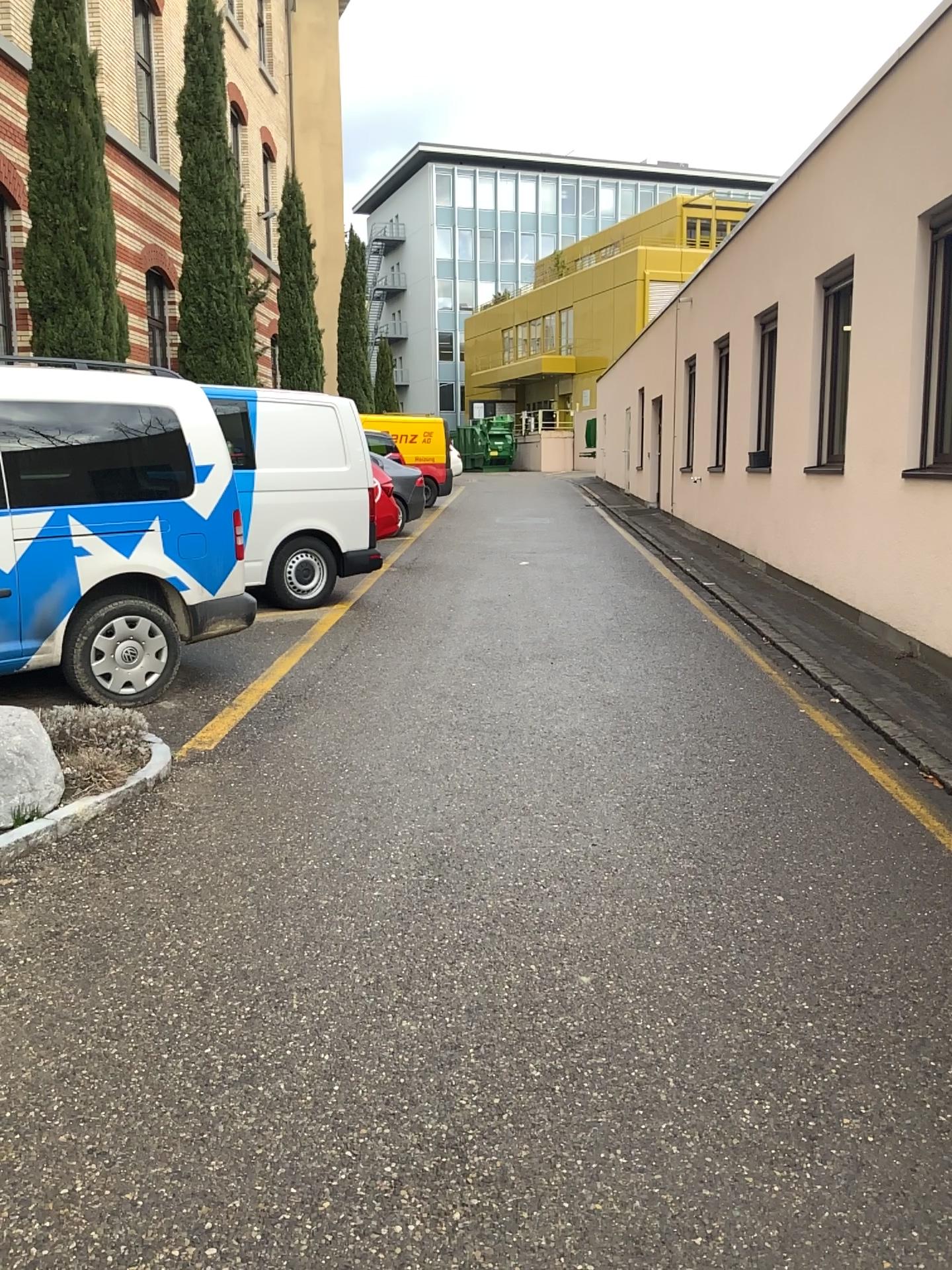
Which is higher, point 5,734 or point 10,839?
point 5,734

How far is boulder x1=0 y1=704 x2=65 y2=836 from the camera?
3.9 meters

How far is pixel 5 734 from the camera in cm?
393

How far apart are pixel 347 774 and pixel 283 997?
1.8 meters
